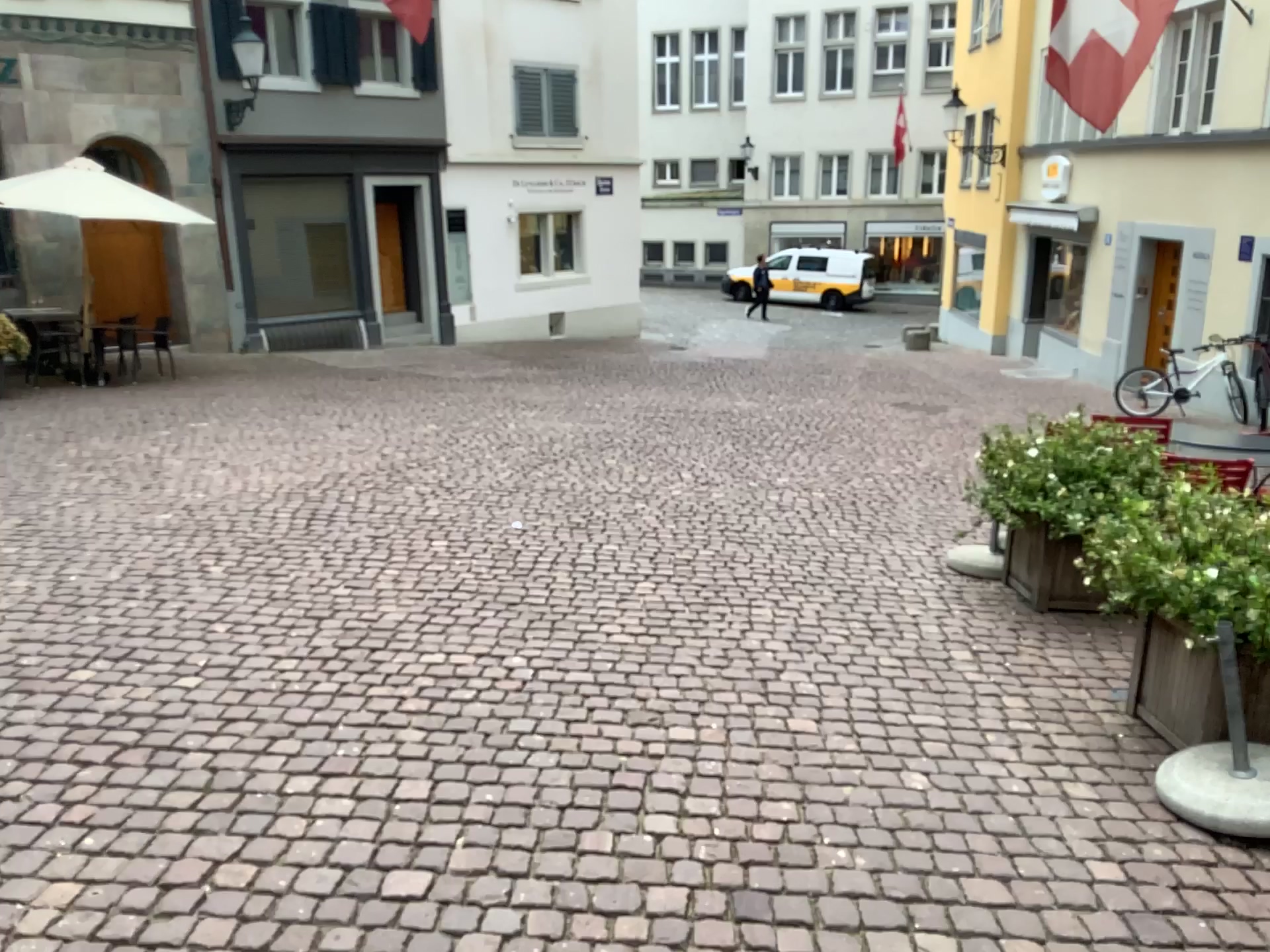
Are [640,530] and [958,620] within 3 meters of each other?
yes
